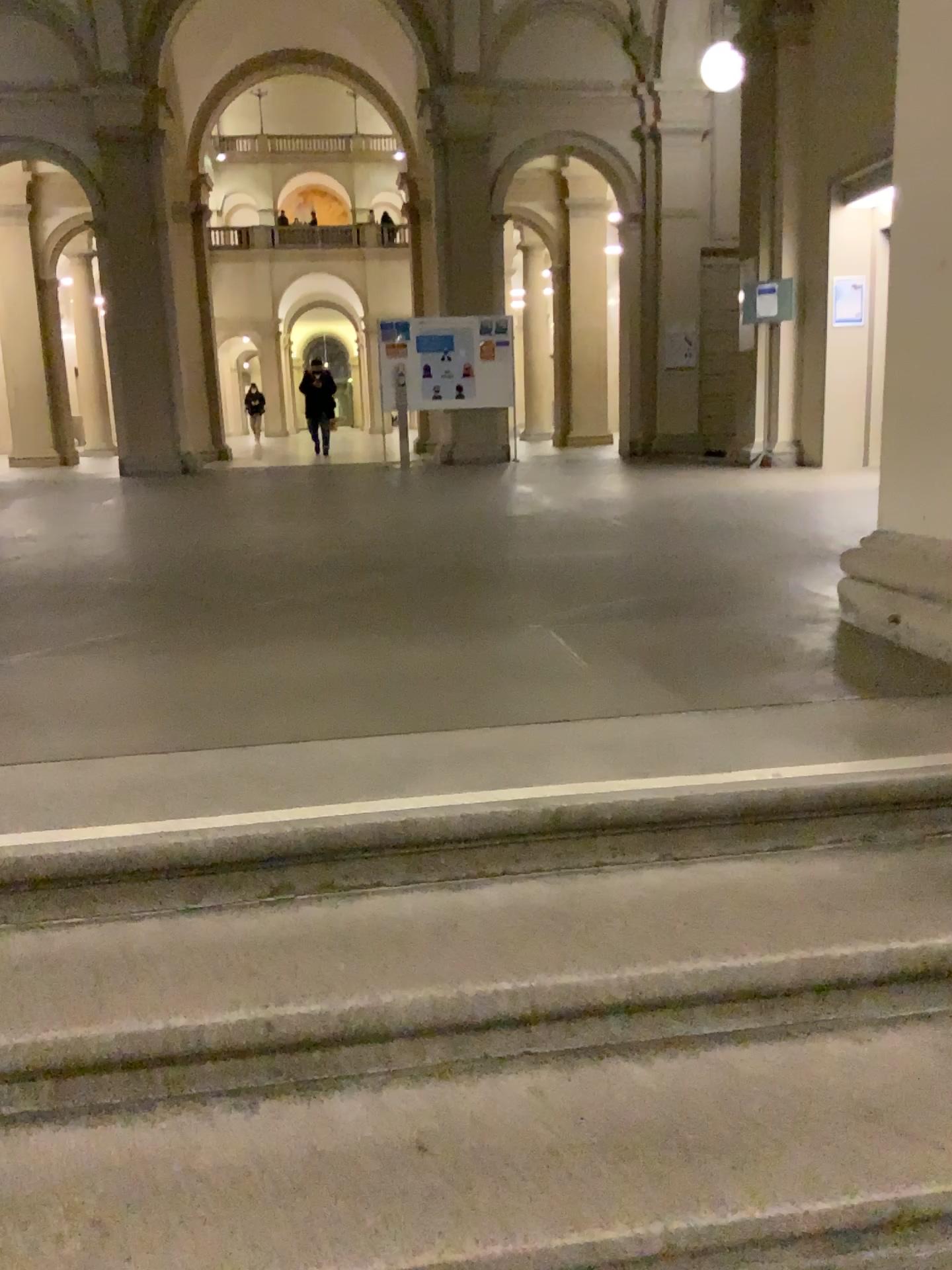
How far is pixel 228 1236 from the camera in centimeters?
125cm

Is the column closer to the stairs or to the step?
the stairs

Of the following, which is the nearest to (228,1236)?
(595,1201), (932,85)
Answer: (595,1201)

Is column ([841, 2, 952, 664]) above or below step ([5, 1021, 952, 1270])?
above

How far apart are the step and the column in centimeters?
122cm

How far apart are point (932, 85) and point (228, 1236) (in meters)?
2.96

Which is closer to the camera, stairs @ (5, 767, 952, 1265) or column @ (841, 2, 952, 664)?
stairs @ (5, 767, 952, 1265)

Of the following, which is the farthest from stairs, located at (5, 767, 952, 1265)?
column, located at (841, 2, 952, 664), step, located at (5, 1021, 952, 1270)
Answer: column, located at (841, 2, 952, 664)

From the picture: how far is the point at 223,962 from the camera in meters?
1.6 m

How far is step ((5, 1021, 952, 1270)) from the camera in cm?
125
